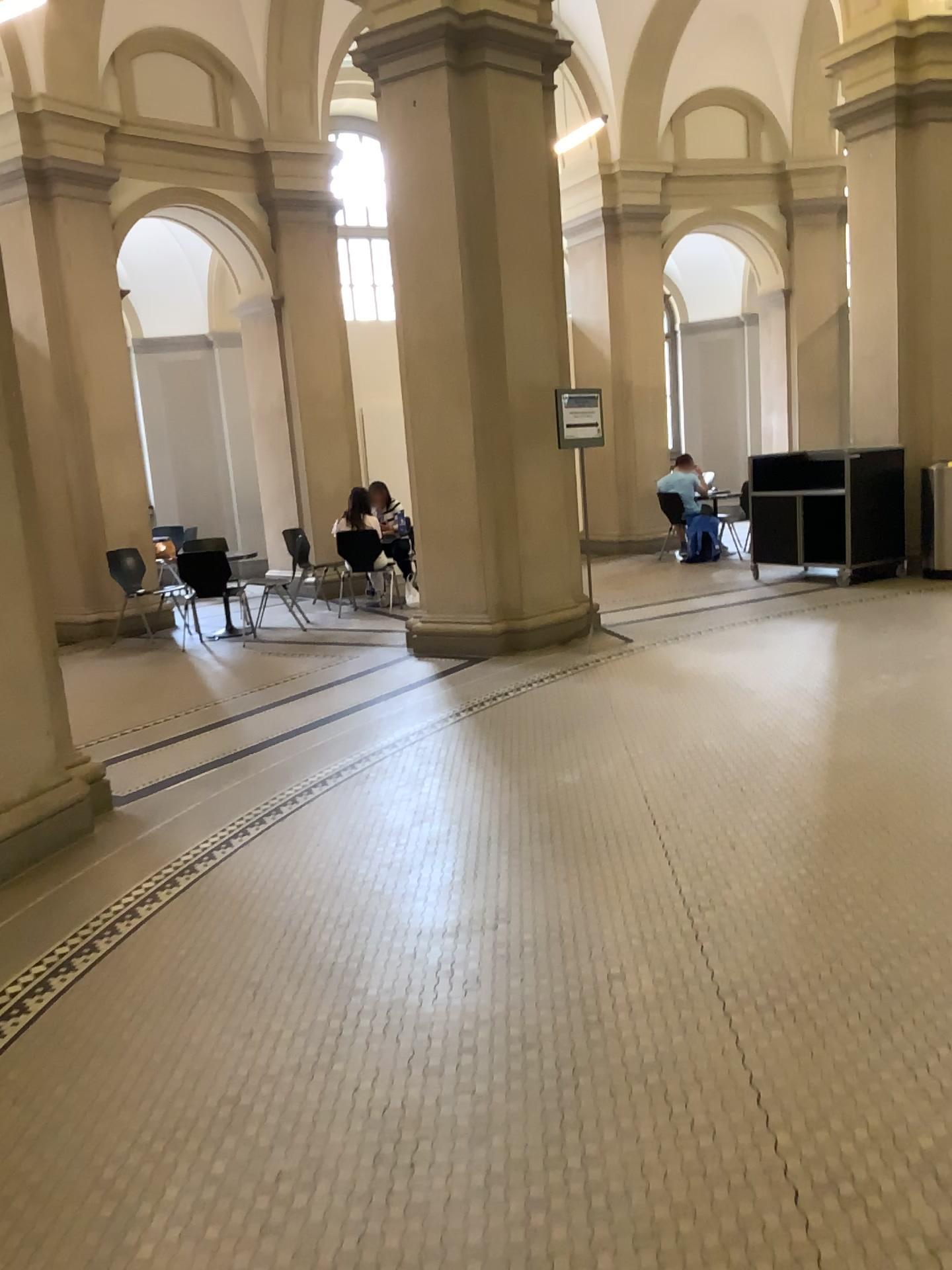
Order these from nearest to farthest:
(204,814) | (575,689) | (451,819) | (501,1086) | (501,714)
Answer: (501,1086) → (451,819) → (204,814) → (501,714) → (575,689)
